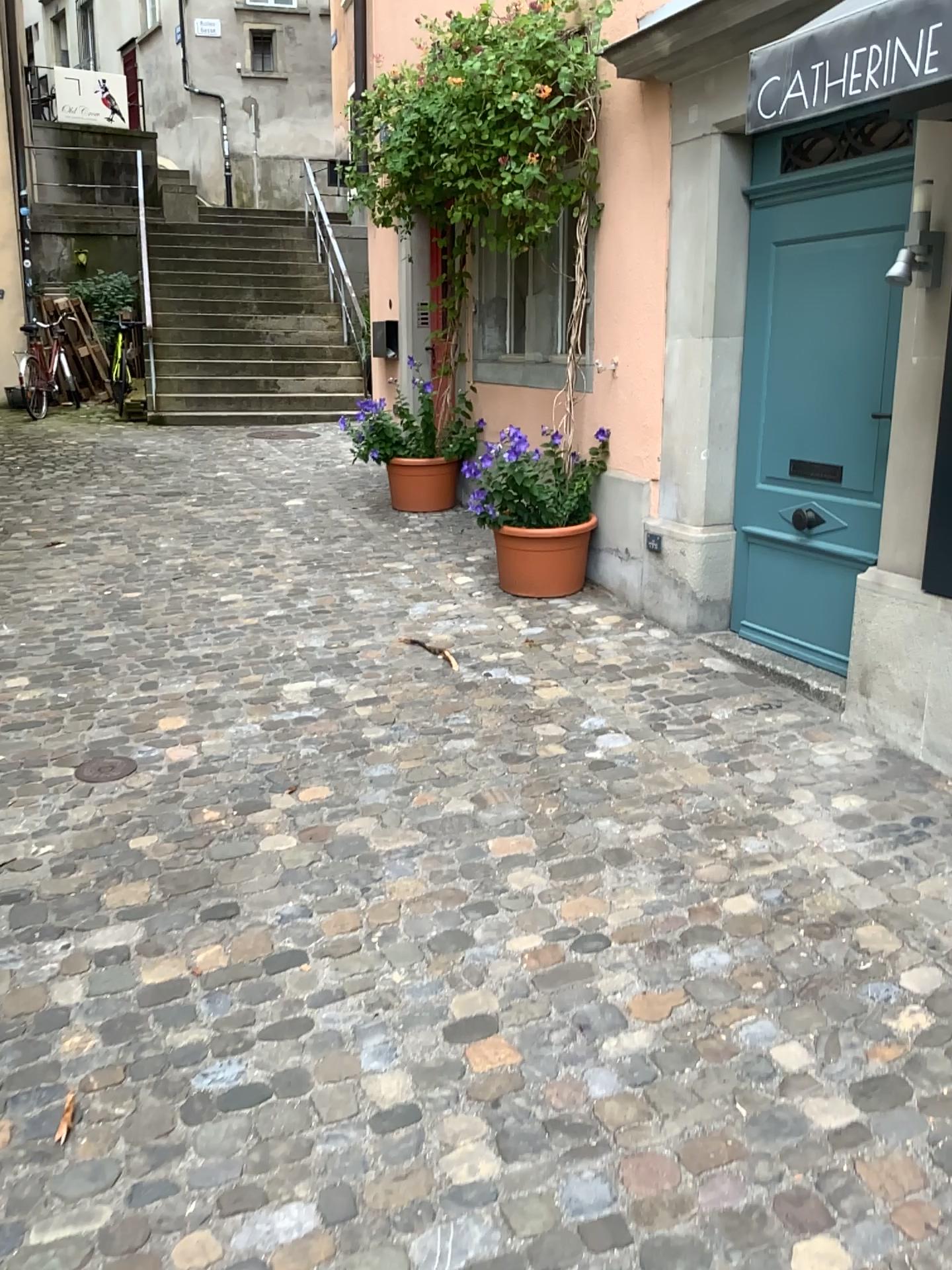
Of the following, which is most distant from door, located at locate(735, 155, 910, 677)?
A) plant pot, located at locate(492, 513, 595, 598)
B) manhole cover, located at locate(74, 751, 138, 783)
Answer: manhole cover, located at locate(74, 751, 138, 783)

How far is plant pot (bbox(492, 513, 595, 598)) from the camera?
5.0 meters

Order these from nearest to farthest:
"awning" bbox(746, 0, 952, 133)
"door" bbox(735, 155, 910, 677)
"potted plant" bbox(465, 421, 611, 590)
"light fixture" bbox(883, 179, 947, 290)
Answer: "awning" bbox(746, 0, 952, 133)
"light fixture" bbox(883, 179, 947, 290)
"door" bbox(735, 155, 910, 677)
"potted plant" bbox(465, 421, 611, 590)

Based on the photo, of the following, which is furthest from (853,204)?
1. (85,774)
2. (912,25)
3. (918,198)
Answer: (85,774)

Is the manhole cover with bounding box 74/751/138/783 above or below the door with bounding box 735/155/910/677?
below

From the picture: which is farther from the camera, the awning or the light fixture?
the light fixture

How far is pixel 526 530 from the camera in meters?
4.9 m

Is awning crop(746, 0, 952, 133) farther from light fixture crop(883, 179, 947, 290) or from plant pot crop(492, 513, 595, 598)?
plant pot crop(492, 513, 595, 598)

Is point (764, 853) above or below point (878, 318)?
below

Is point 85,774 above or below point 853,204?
below
